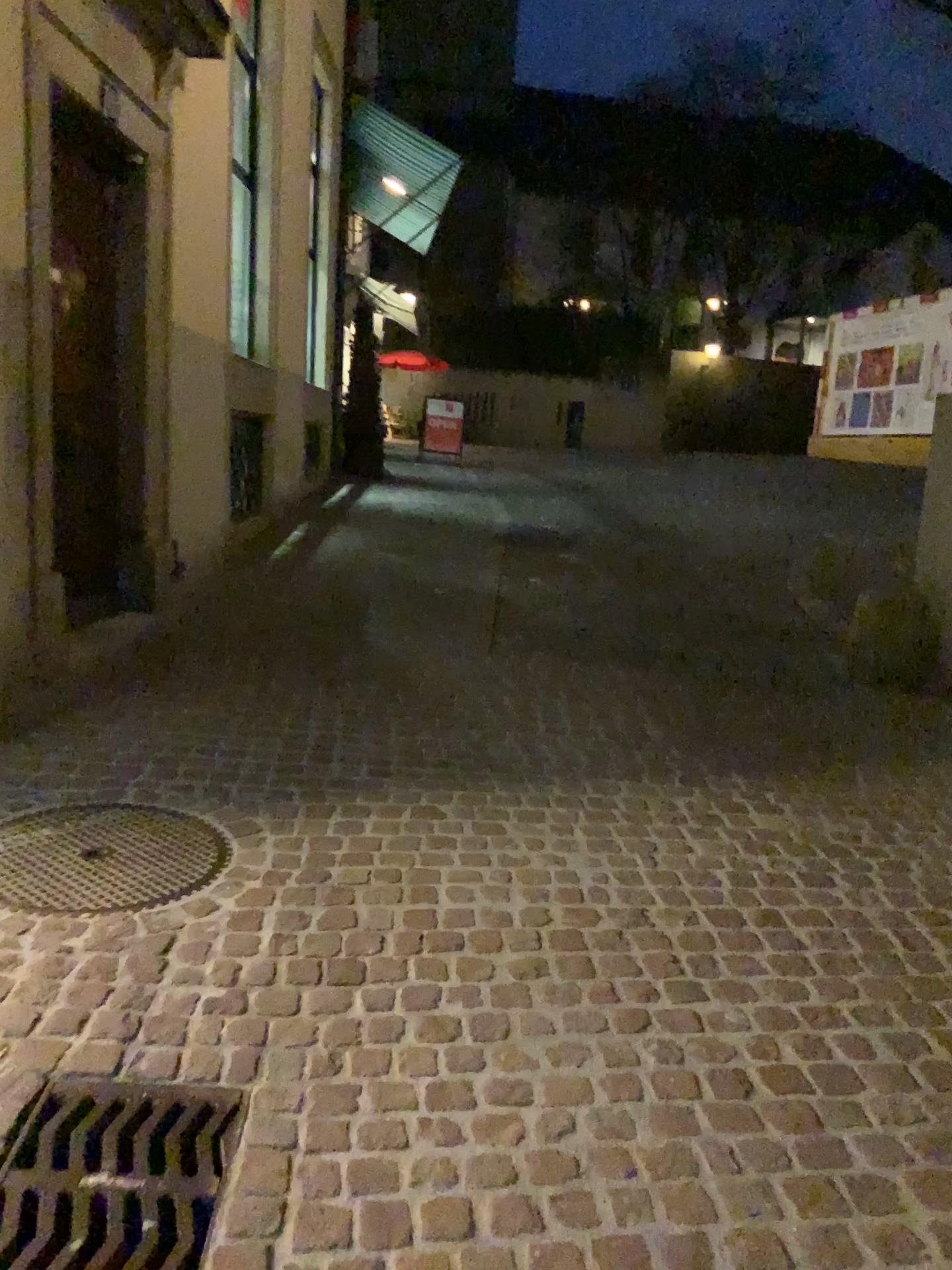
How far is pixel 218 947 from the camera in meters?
2.5

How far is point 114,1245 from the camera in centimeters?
168cm

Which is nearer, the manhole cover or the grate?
the grate

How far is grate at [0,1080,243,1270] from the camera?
1.7 meters

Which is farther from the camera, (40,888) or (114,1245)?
(40,888)
